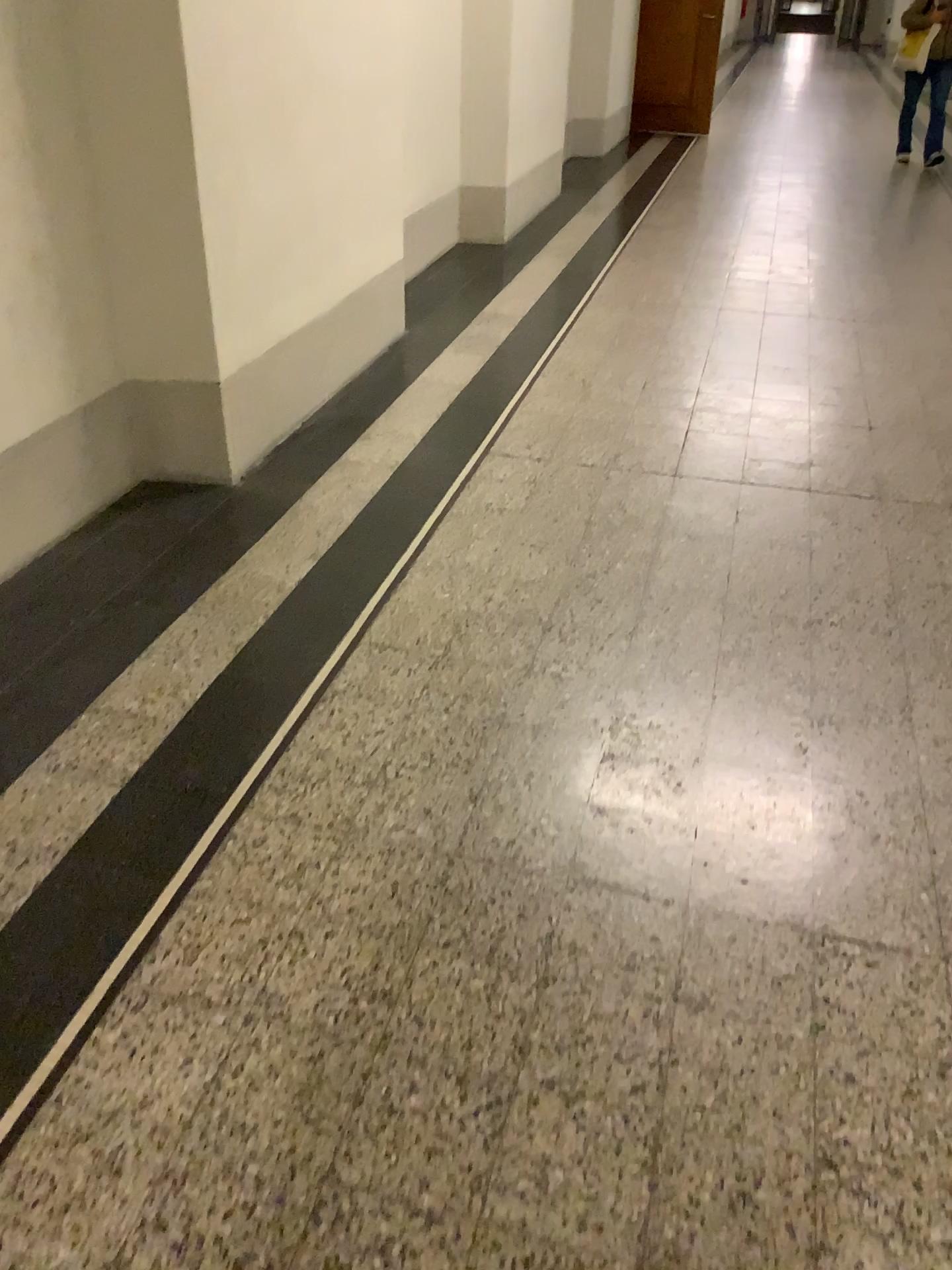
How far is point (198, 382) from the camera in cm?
300

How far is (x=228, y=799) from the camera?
1.9 meters

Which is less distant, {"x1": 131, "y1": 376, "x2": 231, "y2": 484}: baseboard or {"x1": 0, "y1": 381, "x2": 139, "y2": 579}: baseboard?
{"x1": 0, "y1": 381, "x2": 139, "y2": 579}: baseboard

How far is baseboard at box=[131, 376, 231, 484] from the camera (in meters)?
3.00

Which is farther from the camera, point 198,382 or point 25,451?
point 198,382
